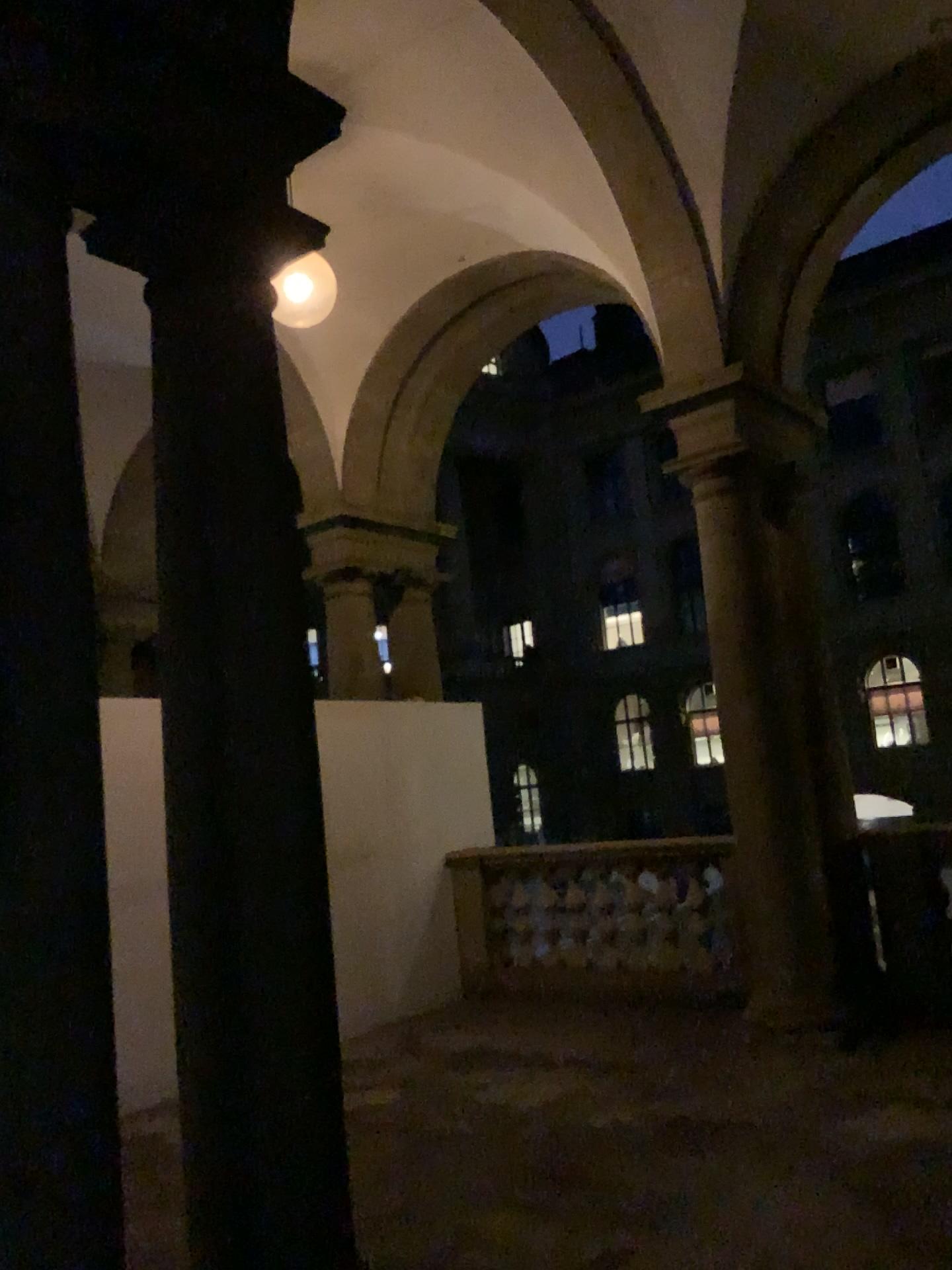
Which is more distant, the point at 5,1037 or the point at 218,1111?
the point at 218,1111

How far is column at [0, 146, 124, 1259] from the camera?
2.08m

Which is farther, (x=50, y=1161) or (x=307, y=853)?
(x=307, y=853)

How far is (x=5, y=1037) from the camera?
2.1 meters

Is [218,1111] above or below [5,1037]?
below

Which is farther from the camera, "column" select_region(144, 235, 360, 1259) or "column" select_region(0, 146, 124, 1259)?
"column" select_region(144, 235, 360, 1259)
